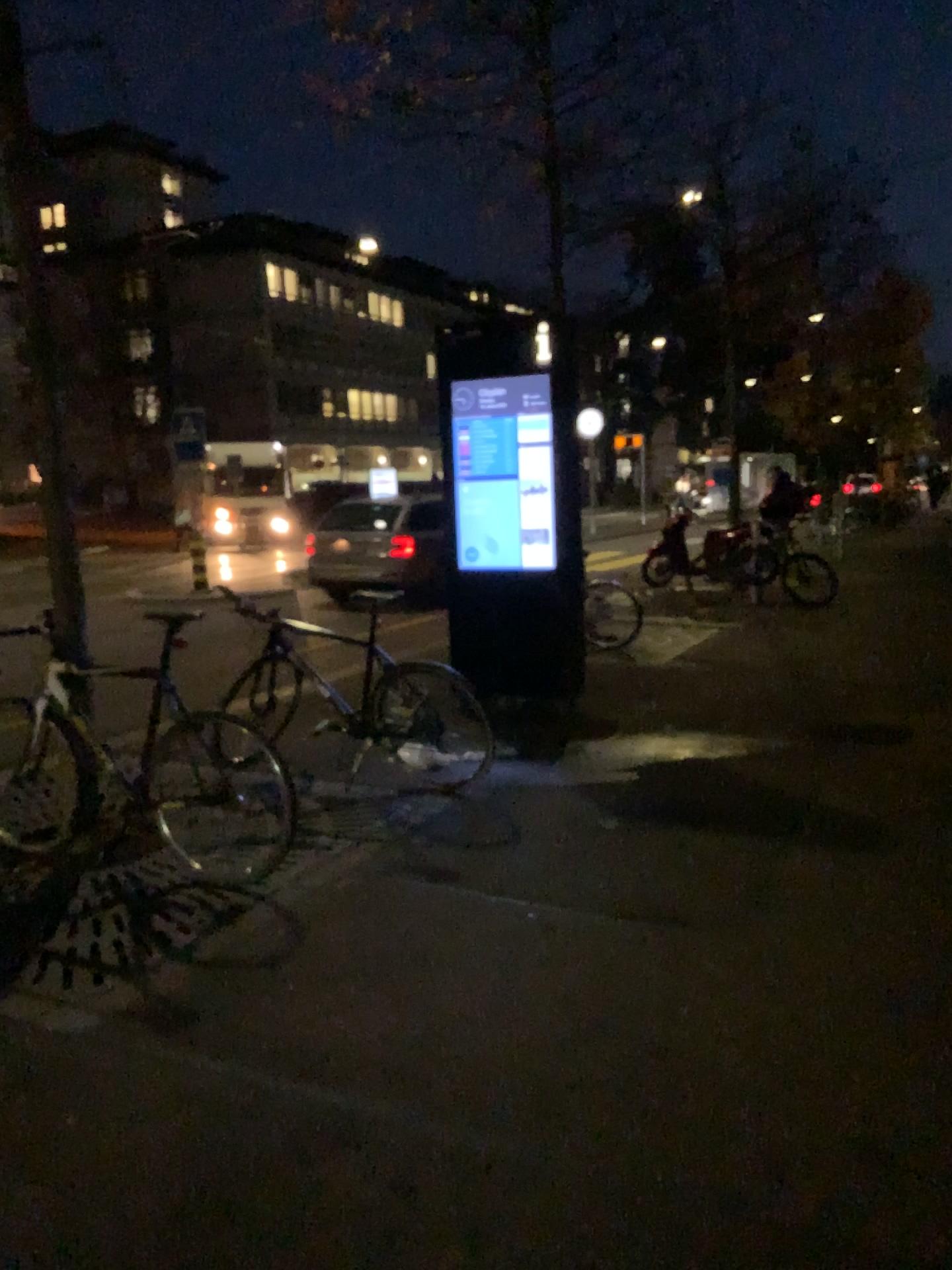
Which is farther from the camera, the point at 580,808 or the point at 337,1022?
the point at 580,808
